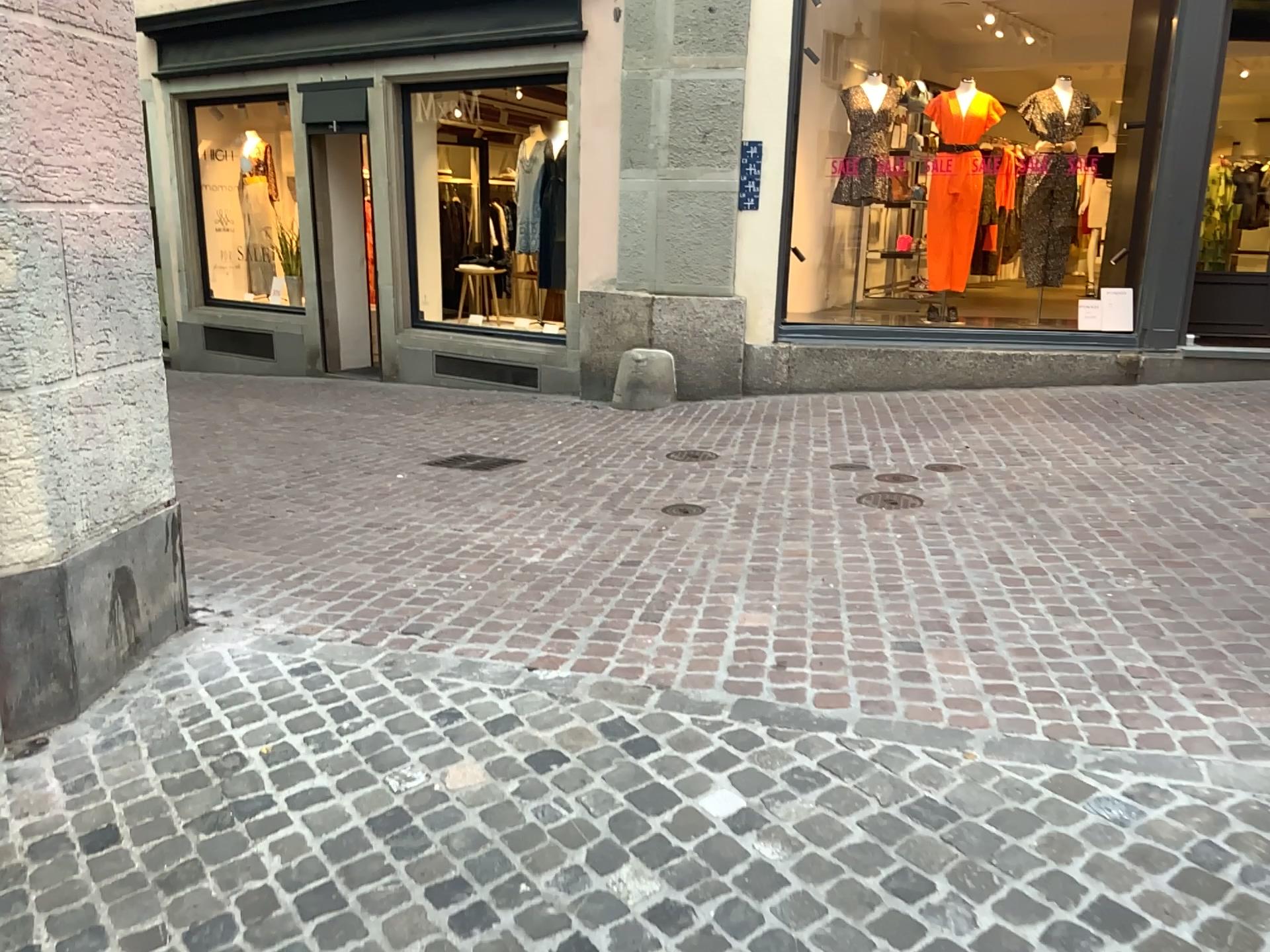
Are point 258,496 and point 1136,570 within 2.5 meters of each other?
no
